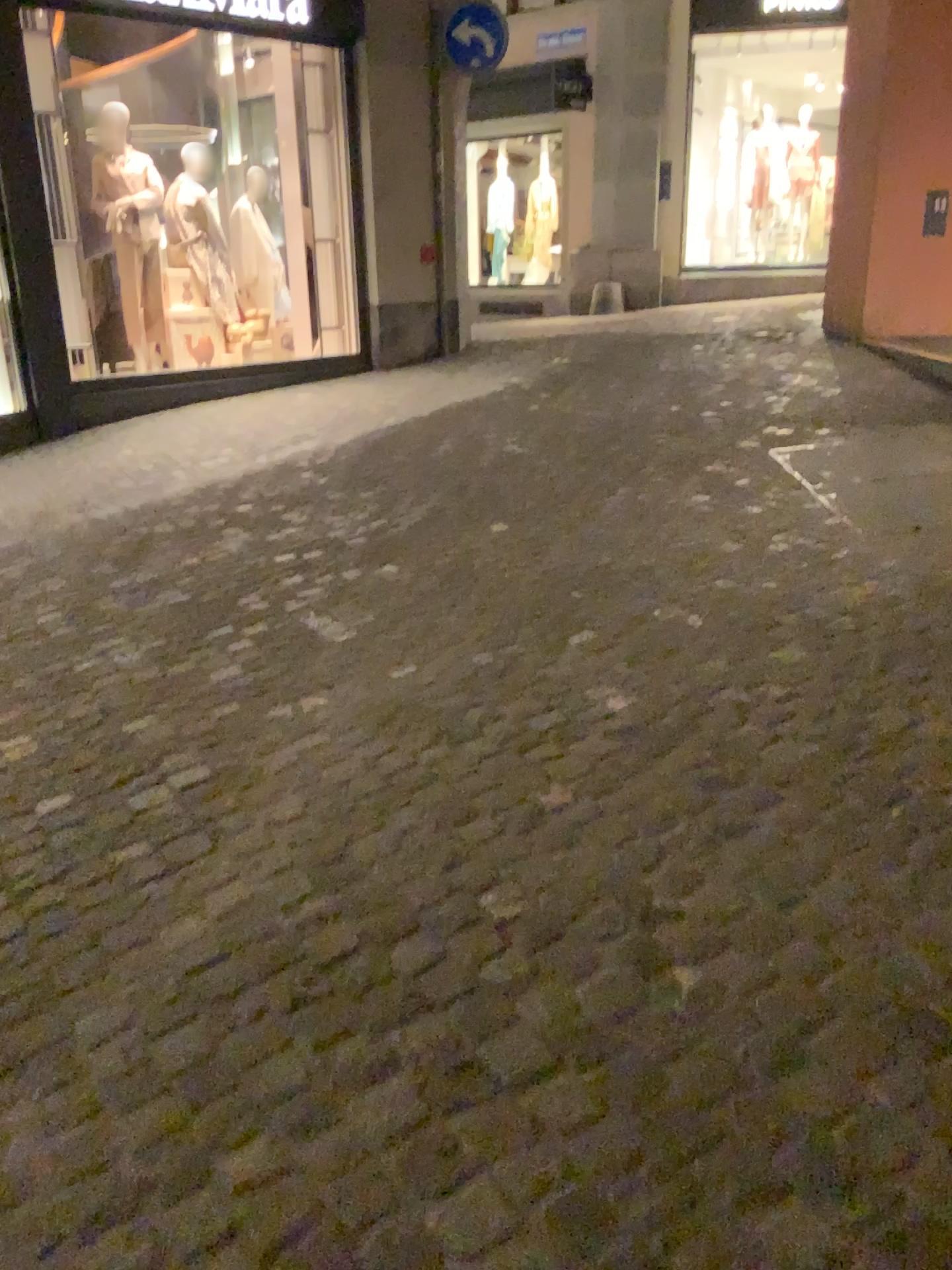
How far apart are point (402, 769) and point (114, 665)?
1.38m
